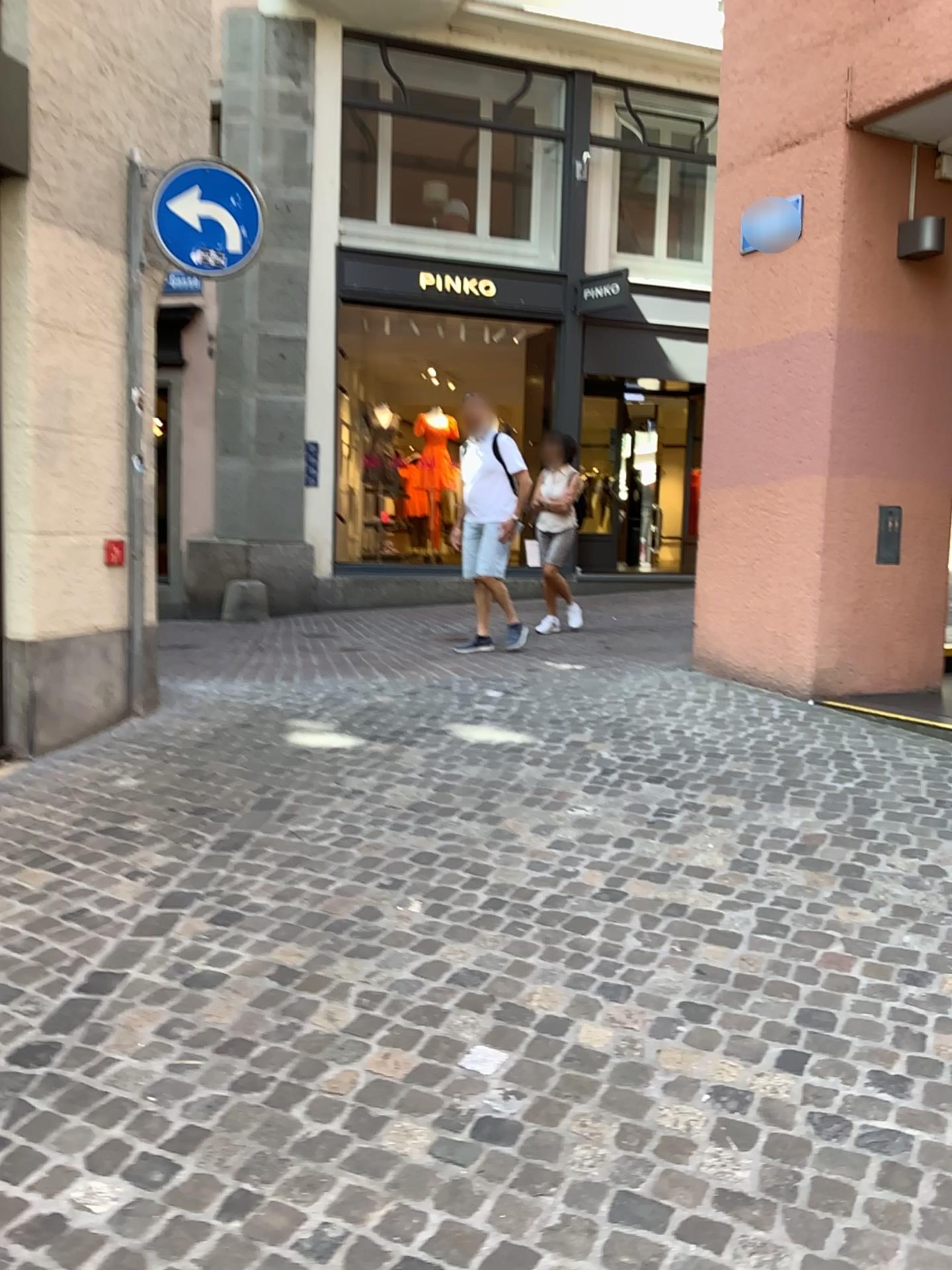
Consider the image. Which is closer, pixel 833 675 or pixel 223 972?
pixel 223 972
